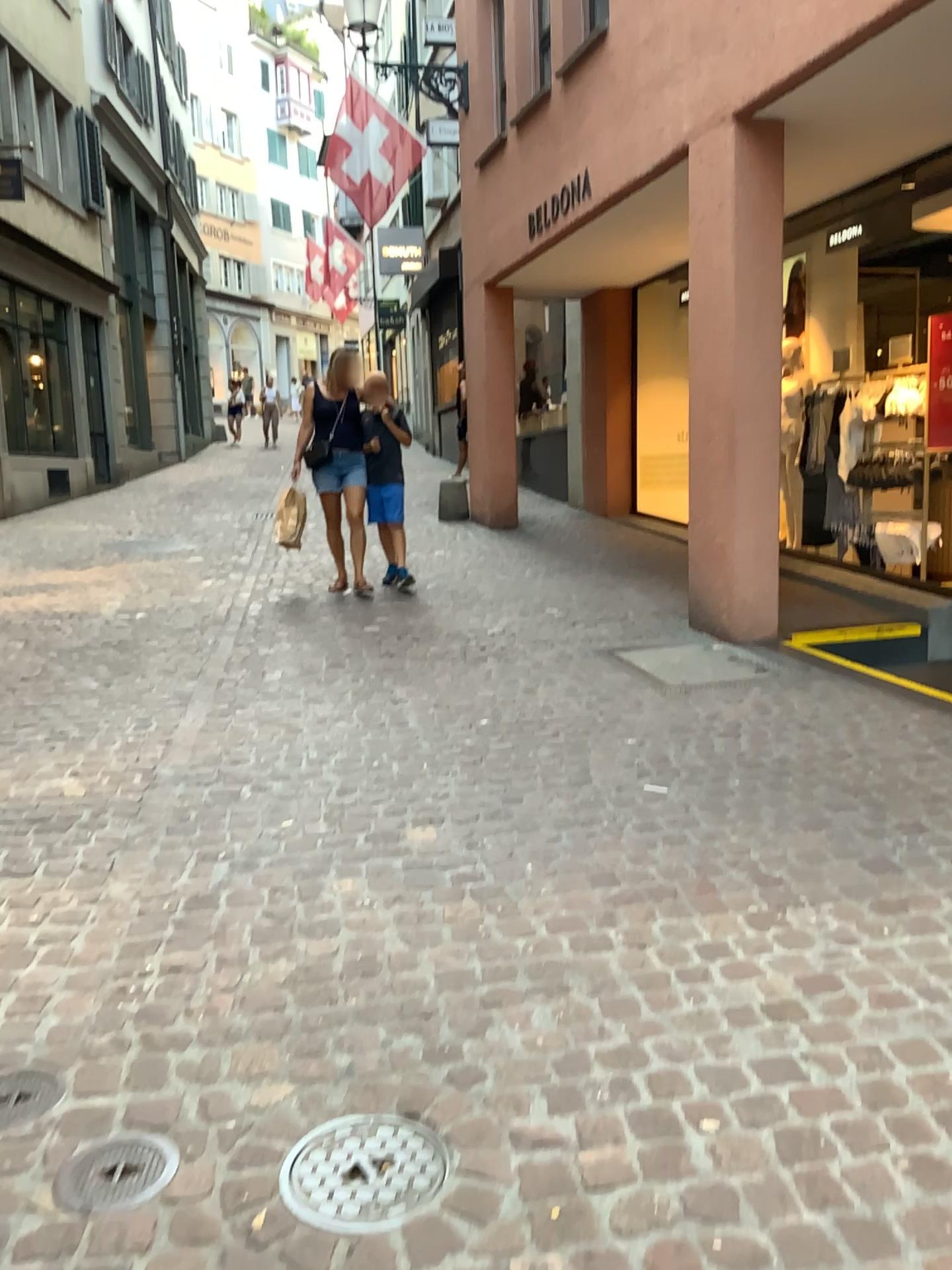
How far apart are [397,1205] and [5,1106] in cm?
83

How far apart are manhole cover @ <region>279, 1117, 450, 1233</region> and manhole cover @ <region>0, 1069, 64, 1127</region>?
0.5m

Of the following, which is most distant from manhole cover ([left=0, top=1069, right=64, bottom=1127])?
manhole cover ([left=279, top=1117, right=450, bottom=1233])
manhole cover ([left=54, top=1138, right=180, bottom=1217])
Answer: manhole cover ([left=279, top=1117, right=450, bottom=1233])

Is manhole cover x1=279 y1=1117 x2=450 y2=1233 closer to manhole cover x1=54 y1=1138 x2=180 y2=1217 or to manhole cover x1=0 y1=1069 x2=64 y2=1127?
manhole cover x1=54 y1=1138 x2=180 y2=1217

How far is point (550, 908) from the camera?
2.8 meters

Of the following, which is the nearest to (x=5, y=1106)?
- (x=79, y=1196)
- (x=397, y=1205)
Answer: (x=79, y=1196)

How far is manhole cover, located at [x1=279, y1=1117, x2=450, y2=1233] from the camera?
1.76m

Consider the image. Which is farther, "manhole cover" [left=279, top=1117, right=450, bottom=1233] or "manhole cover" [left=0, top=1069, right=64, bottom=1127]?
"manhole cover" [left=0, top=1069, right=64, bottom=1127]

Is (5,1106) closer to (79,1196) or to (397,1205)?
(79,1196)
